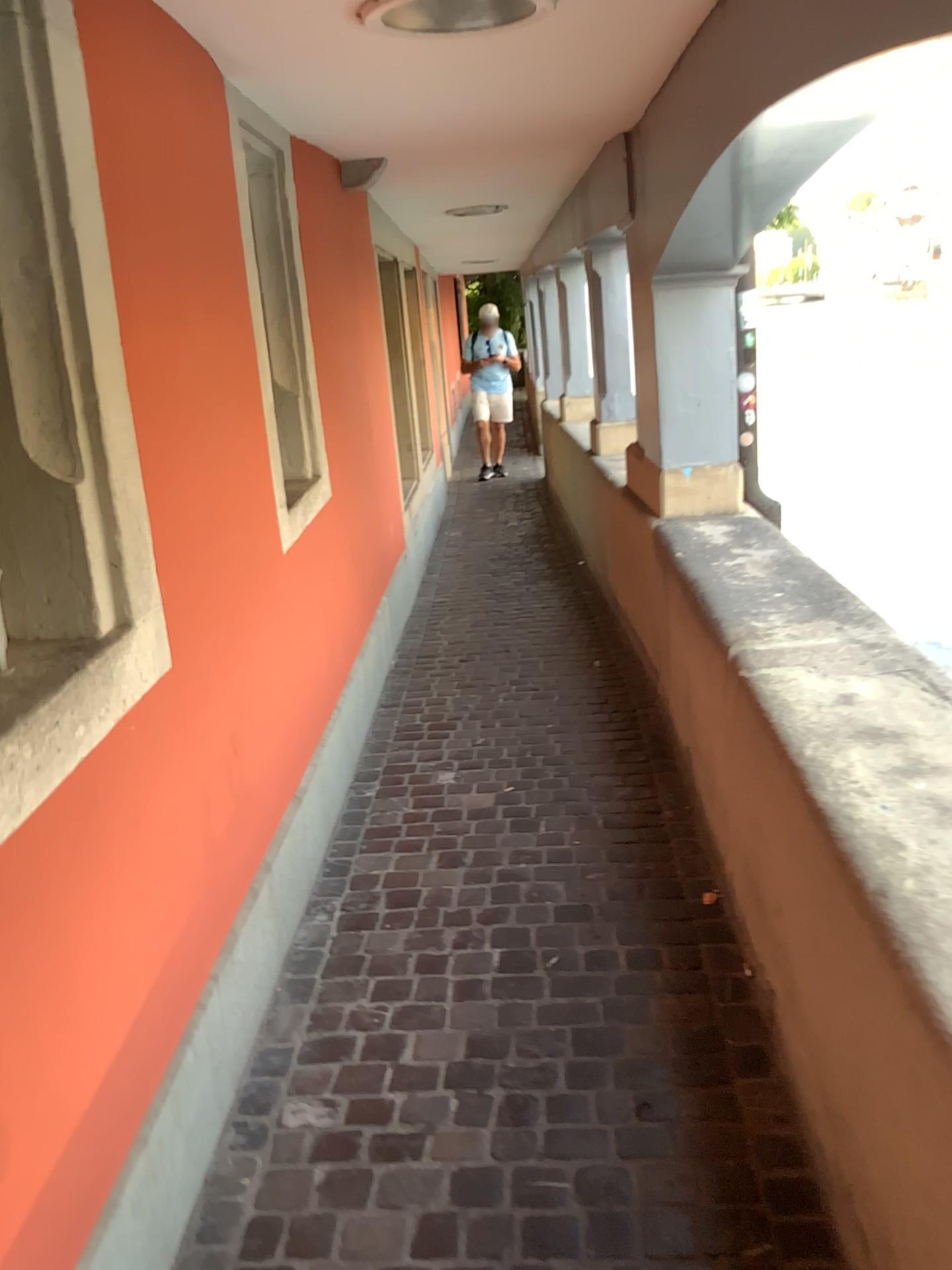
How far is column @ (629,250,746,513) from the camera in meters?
3.8 m

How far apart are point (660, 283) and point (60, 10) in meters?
2.6

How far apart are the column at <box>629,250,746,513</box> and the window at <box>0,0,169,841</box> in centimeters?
248cm

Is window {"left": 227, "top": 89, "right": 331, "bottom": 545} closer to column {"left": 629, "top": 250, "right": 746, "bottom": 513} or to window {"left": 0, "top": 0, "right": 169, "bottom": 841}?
window {"left": 0, "top": 0, "right": 169, "bottom": 841}

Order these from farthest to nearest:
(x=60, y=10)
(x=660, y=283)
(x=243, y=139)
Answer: (x=660, y=283), (x=243, y=139), (x=60, y=10)

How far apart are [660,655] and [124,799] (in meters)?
2.45

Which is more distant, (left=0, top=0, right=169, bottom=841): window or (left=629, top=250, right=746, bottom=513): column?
(left=629, top=250, right=746, bottom=513): column

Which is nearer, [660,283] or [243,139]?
[243,139]

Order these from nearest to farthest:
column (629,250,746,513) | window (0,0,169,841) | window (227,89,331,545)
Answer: window (0,0,169,841) → window (227,89,331,545) → column (629,250,746,513)

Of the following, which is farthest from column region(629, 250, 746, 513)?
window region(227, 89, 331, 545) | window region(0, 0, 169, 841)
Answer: window region(0, 0, 169, 841)
